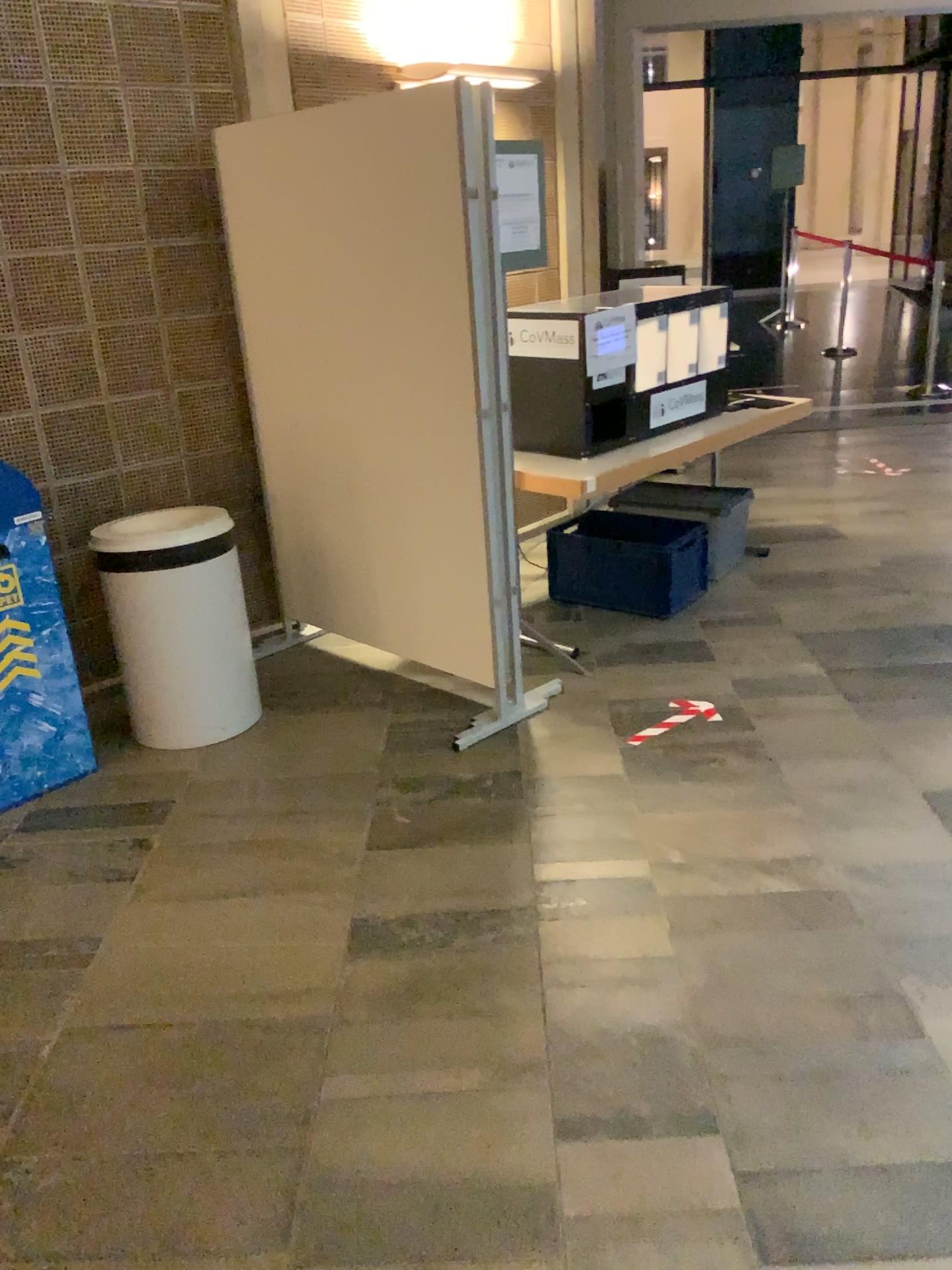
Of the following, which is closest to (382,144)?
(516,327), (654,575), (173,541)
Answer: (516,327)

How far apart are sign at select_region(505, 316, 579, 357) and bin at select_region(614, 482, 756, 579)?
1.26m

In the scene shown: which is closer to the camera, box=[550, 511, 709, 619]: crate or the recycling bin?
the recycling bin

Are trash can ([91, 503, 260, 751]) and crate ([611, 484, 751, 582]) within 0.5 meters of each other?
no

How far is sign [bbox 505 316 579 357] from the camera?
3.7 meters

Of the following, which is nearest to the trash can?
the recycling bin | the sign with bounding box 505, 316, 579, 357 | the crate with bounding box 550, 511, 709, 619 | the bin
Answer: the recycling bin

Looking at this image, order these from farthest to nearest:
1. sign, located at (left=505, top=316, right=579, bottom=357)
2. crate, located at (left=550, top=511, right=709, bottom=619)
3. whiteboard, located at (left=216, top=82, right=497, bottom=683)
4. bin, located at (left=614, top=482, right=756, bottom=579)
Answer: bin, located at (left=614, top=482, right=756, bottom=579), crate, located at (left=550, top=511, right=709, bottom=619), sign, located at (left=505, top=316, right=579, bottom=357), whiteboard, located at (left=216, top=82, right=497, bottom=683)

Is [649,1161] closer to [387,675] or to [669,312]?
[387,675]

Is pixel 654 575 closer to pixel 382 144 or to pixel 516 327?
pixel 516 327

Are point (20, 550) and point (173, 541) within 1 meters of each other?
yes
